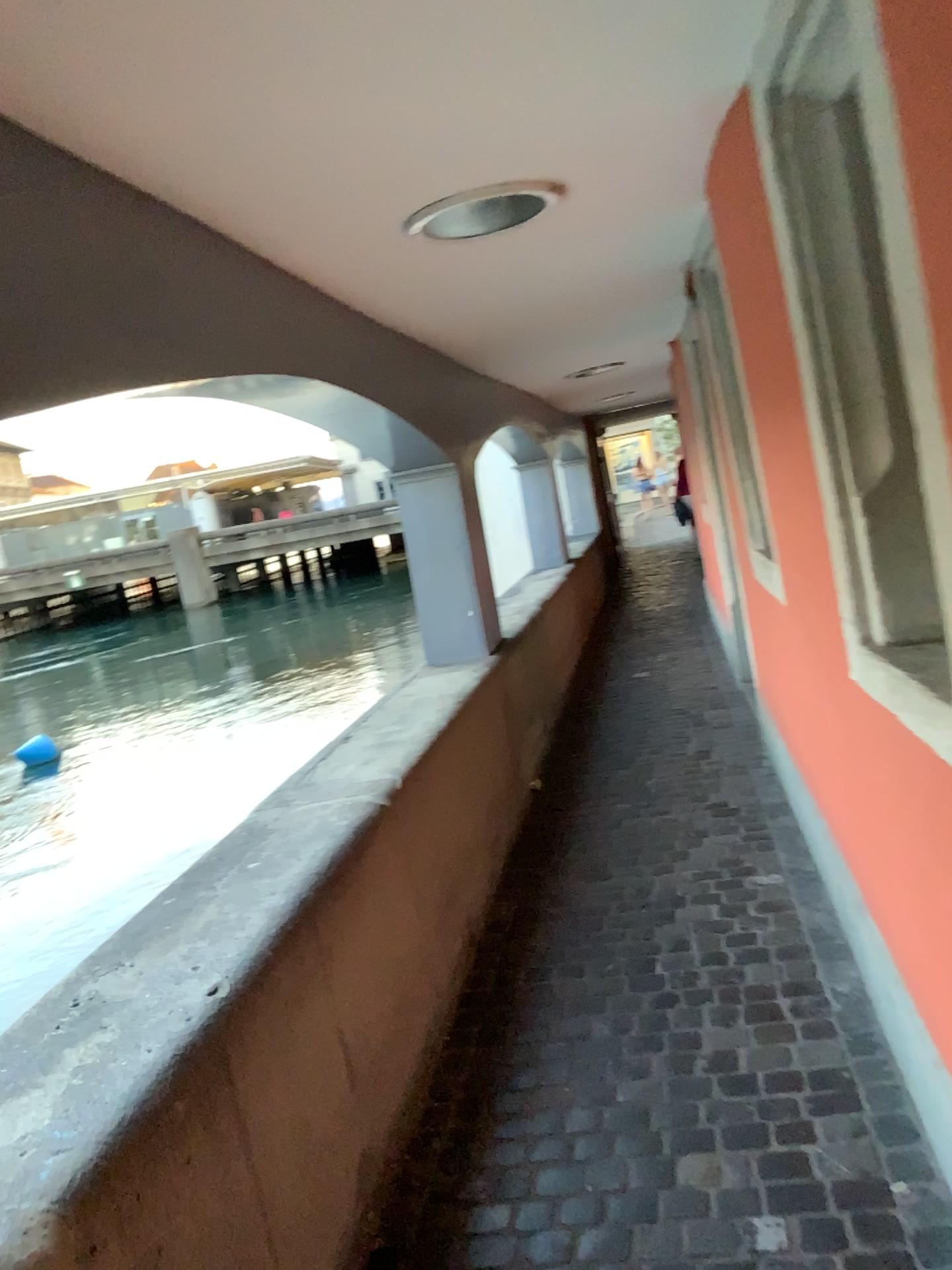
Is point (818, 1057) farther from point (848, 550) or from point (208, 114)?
point (208, 114)

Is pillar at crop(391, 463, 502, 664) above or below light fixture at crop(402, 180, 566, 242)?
below

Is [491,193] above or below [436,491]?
above

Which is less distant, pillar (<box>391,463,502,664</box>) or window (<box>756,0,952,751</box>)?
window (<box>756,0,952,751</box>)

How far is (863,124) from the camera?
1.6 meters

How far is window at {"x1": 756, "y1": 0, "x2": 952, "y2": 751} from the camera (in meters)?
1.62

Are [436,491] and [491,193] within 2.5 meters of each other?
yes

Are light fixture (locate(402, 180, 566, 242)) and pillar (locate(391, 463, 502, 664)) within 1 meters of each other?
no

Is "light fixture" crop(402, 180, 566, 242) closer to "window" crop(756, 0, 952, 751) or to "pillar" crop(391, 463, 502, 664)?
"window" crop(756, 0, 952, 751)

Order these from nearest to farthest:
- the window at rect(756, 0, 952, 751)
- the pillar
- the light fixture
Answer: the window at rect(756, 0, 952, 751) → the light fixture → the pillar
